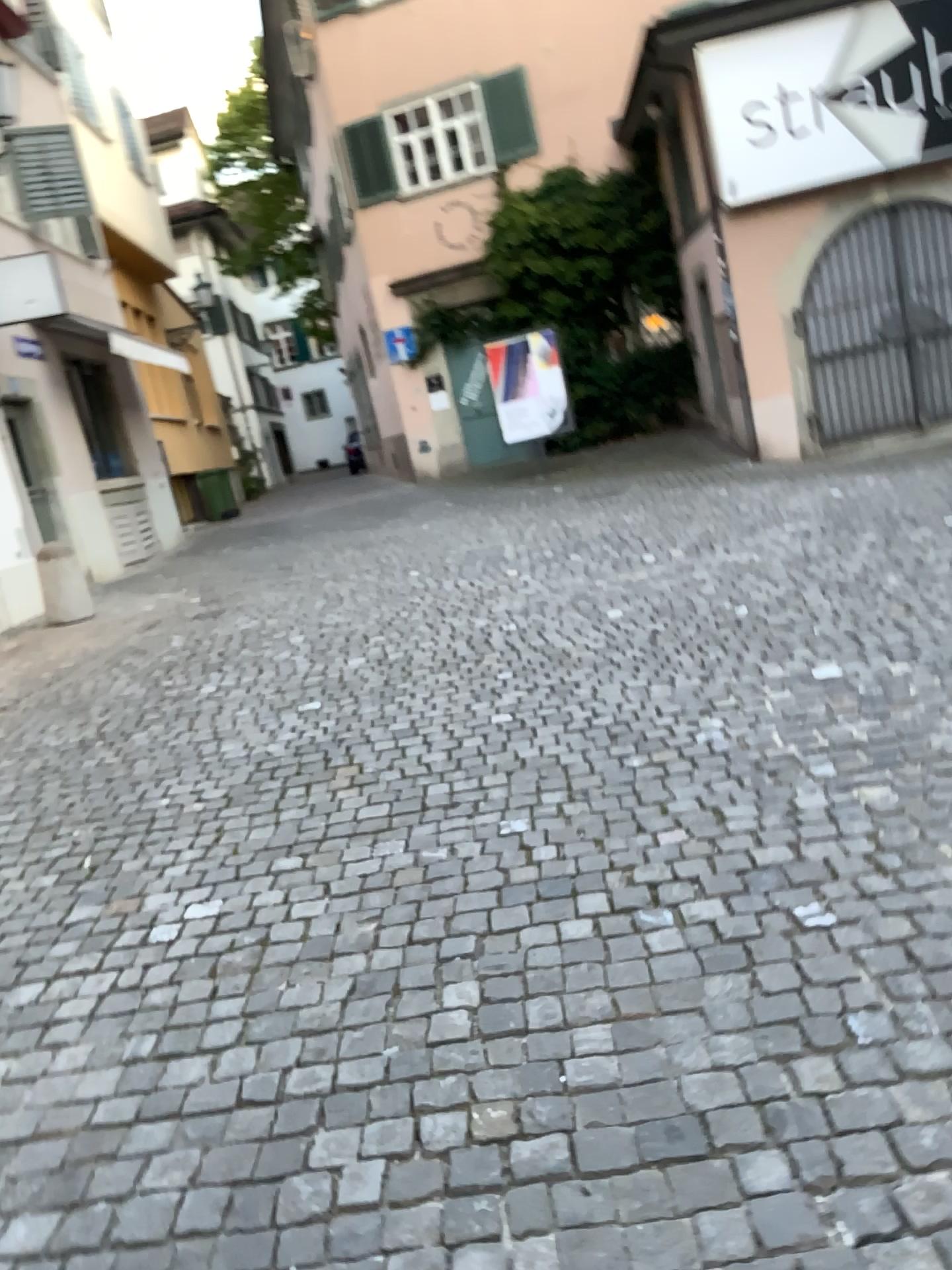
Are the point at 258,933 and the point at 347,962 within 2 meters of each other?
yes
